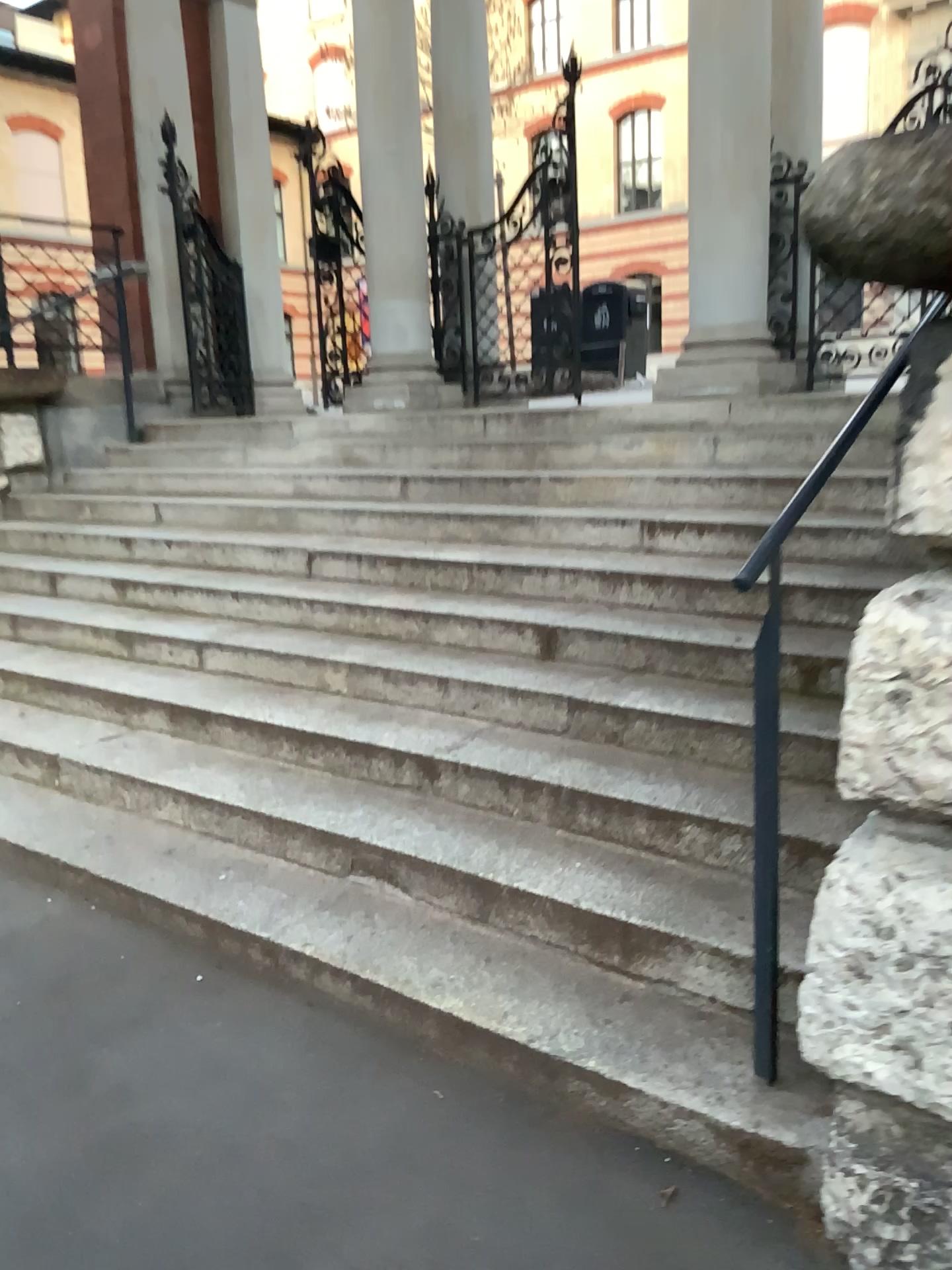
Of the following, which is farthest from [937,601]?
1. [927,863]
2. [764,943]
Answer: [764,943]

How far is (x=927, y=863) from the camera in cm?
159

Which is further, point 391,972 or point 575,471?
point 575,471

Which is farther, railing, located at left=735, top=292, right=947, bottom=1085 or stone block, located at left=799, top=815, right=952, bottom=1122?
railing, located at left=735, top=292, right=947, bottom=1085

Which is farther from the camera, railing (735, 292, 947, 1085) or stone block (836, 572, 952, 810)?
railing (735, 292, 947, 1085)

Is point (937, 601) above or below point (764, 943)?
above

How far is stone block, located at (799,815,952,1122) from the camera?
1.6m

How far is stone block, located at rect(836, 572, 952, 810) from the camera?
1.5m
